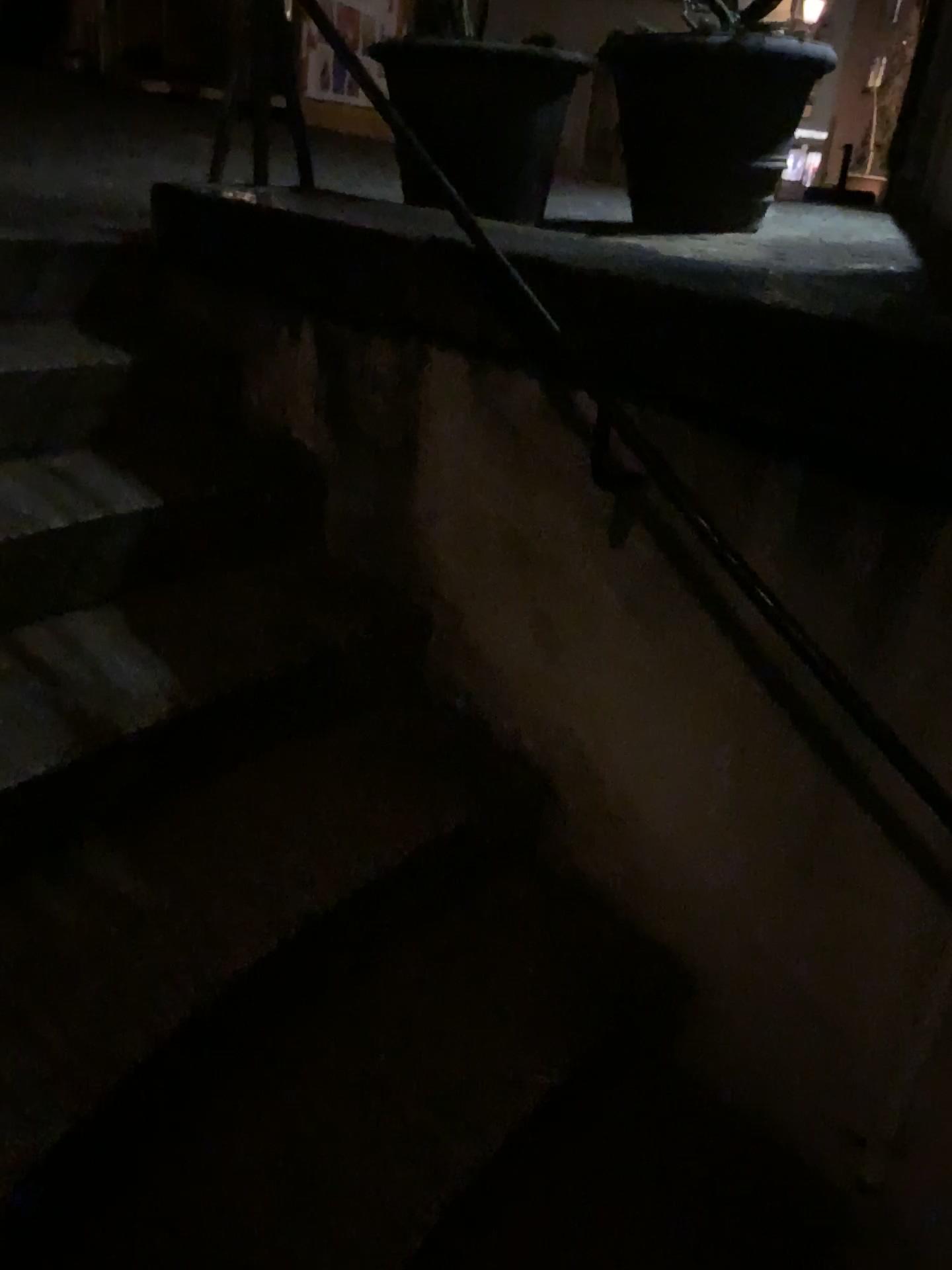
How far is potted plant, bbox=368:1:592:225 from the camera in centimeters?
226cm

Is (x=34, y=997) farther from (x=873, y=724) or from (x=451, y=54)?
(x=451, y=54)

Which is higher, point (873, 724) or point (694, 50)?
point (694, 50)

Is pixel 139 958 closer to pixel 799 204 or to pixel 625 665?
pixel 625 665

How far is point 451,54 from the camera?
2.26m

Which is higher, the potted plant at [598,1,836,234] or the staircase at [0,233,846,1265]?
the potted plant at [598,1,836,234]

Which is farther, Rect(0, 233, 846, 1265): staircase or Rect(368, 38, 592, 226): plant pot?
Rect(368, 38, 592, 226): plant pot

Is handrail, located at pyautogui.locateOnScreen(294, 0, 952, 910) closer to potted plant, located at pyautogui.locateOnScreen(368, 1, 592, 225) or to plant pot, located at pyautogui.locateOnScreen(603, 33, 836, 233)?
potted plant, located at pyautogui.locateOnScreen(368, 1, 592, 225)

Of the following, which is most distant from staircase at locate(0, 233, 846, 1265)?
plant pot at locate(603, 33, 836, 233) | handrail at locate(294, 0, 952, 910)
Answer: plant pot at locate(603, 33, 836, 233)

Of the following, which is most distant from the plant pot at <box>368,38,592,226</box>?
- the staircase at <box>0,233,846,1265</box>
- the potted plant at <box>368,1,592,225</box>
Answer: the staircase at <box>0,233,846,1265</box>
